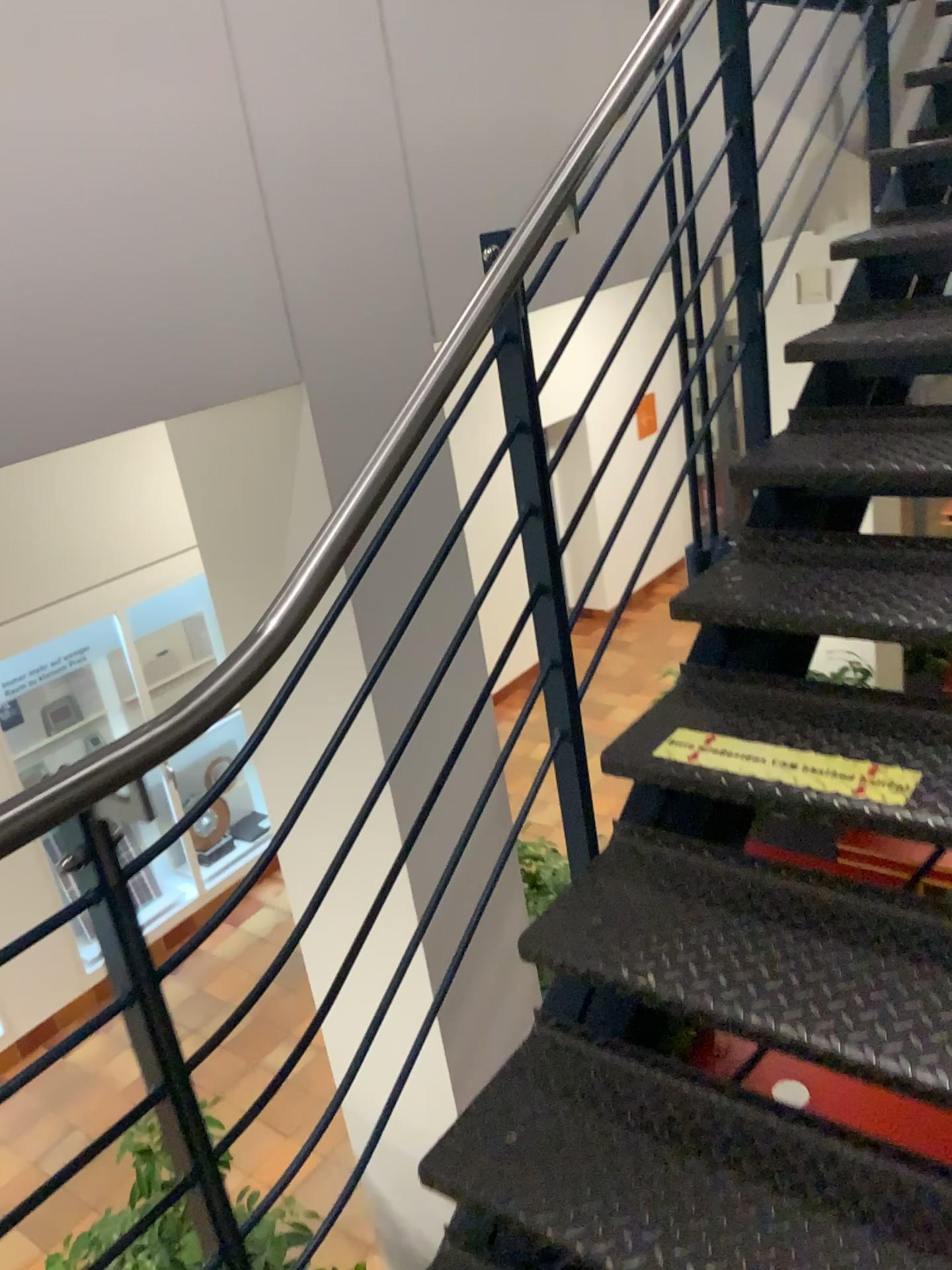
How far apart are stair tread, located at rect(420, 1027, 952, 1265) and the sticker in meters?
0.5 m

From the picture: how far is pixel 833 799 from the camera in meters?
1.6 m

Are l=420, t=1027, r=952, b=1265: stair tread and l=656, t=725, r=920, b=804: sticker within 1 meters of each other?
yes

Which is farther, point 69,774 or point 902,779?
point 902,779

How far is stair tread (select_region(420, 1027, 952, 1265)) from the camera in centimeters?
131cm

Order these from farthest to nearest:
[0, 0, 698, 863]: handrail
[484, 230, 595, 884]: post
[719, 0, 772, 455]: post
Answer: [719, 0, 772, 455]: post < [484, 230, 595, 884]: post < [0, 0, 698, 863]: handrail

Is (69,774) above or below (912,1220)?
above

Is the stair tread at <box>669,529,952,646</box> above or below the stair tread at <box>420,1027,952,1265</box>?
above

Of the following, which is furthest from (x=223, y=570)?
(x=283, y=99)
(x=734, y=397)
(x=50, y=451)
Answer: (x=734, y=397)

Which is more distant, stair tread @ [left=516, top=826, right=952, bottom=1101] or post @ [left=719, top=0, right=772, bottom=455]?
post @ [left=719, top=0, right=772, bottom=455]
